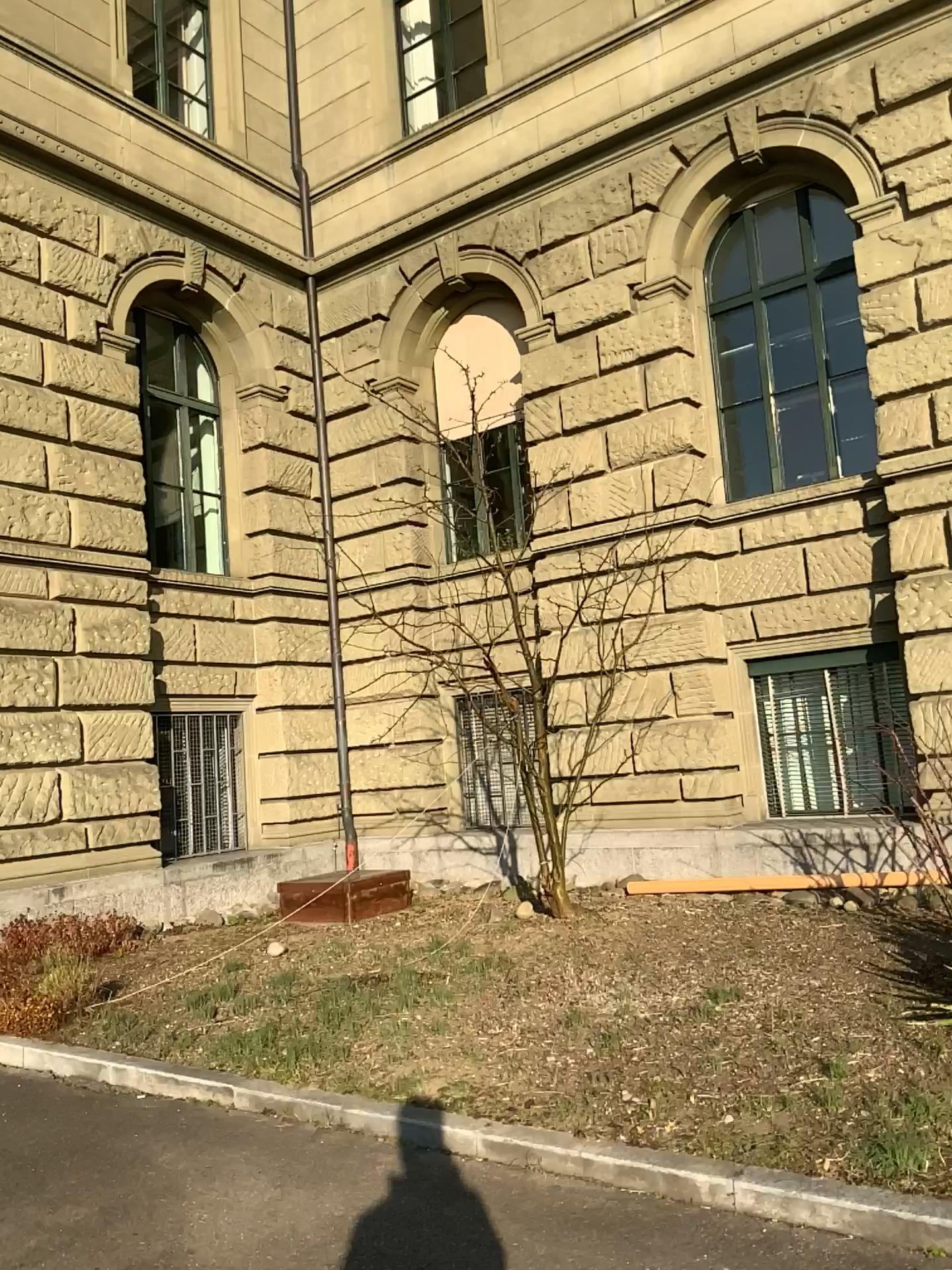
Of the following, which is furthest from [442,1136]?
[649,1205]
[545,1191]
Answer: [649,1205]
